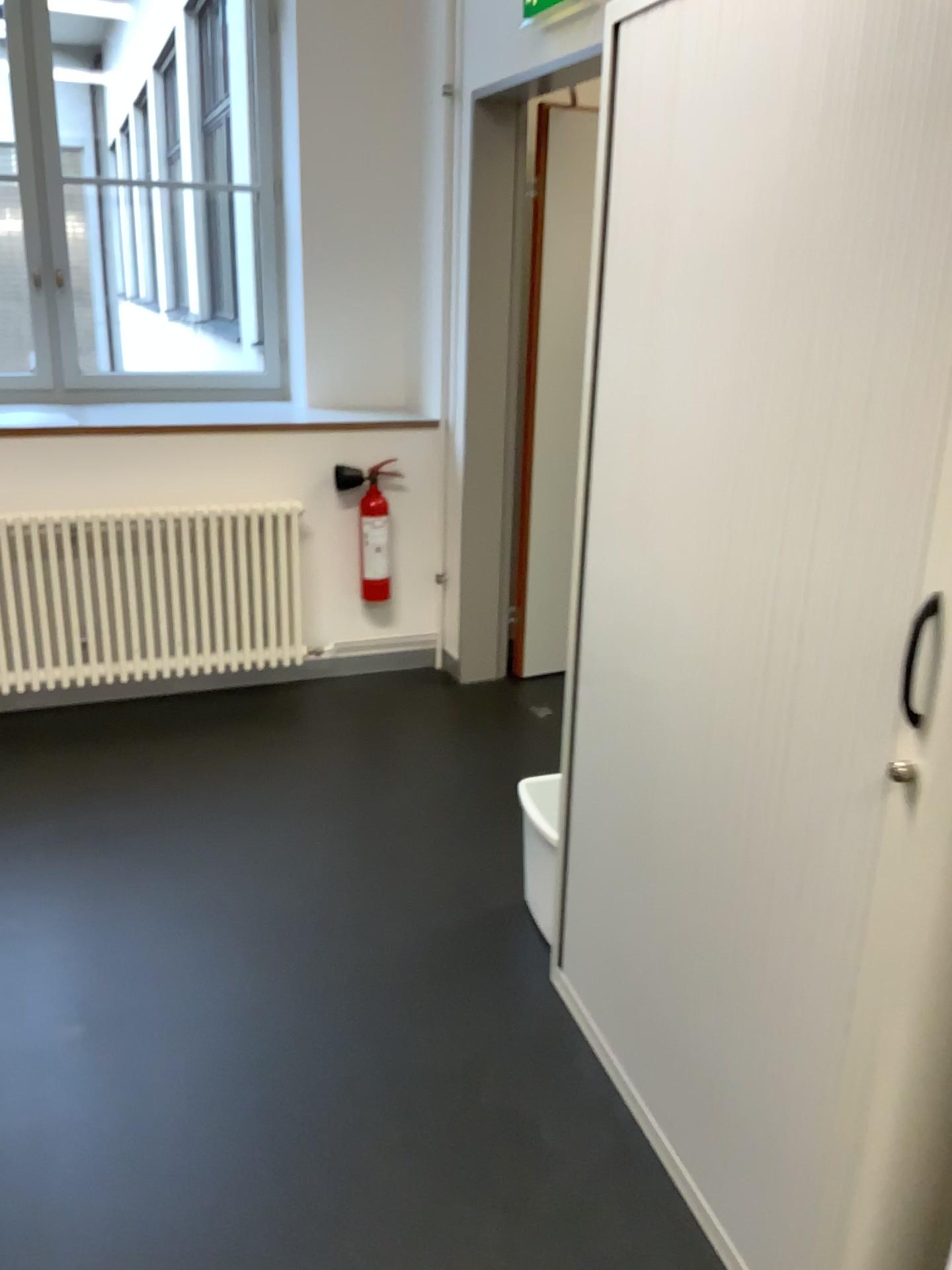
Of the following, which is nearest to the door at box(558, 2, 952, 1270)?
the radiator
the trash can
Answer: the trash can

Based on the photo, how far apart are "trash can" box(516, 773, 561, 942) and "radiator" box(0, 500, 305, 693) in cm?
169

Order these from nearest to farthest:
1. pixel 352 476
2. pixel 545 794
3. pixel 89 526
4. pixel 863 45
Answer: pixel 863 45
pixel 545 794
pixel 89 526
pixel 352 476

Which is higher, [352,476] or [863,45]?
[863,45]

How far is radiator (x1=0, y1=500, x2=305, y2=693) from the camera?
3.5 meters

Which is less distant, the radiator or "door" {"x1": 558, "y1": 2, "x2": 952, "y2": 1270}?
"door" {"x1": 558, "y1": 2, "x2": 952, "y2": 1270}

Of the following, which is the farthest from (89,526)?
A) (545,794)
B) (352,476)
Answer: (545,794)

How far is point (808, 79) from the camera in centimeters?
126cm

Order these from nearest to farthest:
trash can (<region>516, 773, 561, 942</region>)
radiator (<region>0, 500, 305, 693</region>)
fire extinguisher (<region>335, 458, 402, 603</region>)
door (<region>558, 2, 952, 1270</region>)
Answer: door (<region>558, 2, 952, 1270</region>)
trash can (<region>516, 773, 561, 942</region>)
radiator (<region>0, 500, 305, 693</region>)
fire extinguisher (<region>335, 458, 402, 603</region>)

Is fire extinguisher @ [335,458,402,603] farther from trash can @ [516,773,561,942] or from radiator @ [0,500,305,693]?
trash can @ [516,773,561,942]
